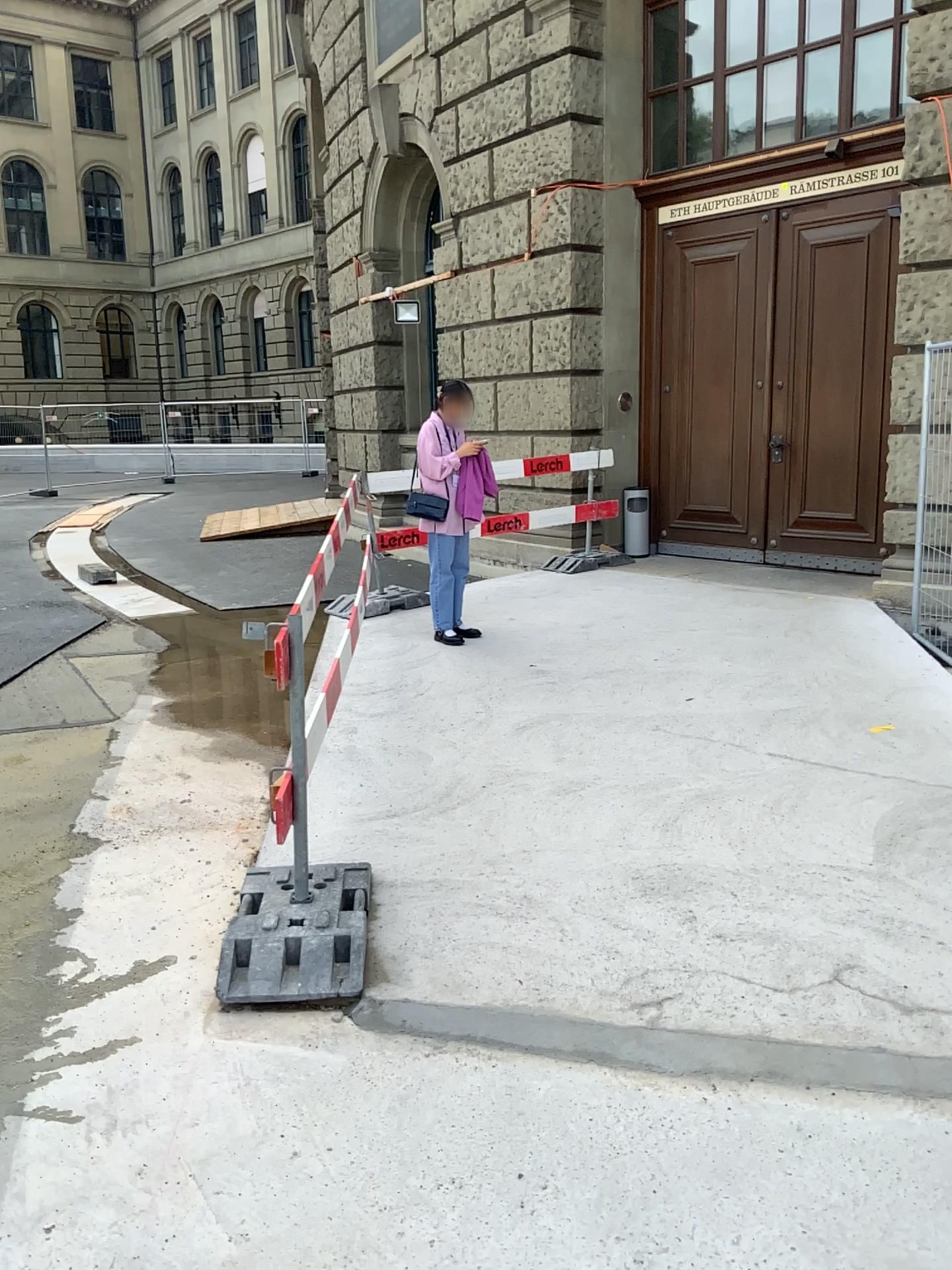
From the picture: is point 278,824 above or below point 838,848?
above
